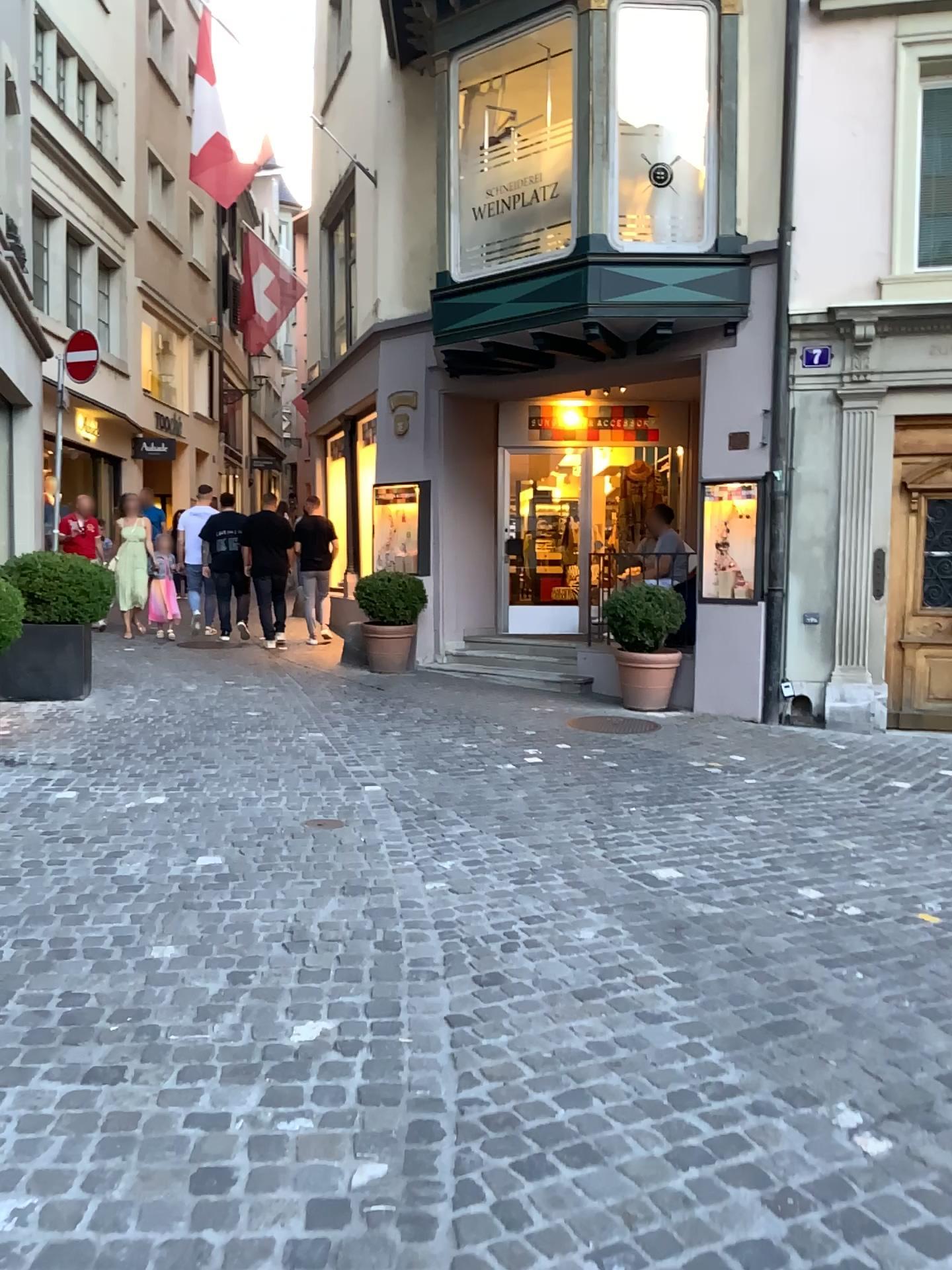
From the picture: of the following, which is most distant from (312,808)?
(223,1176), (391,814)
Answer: (223,1176)
